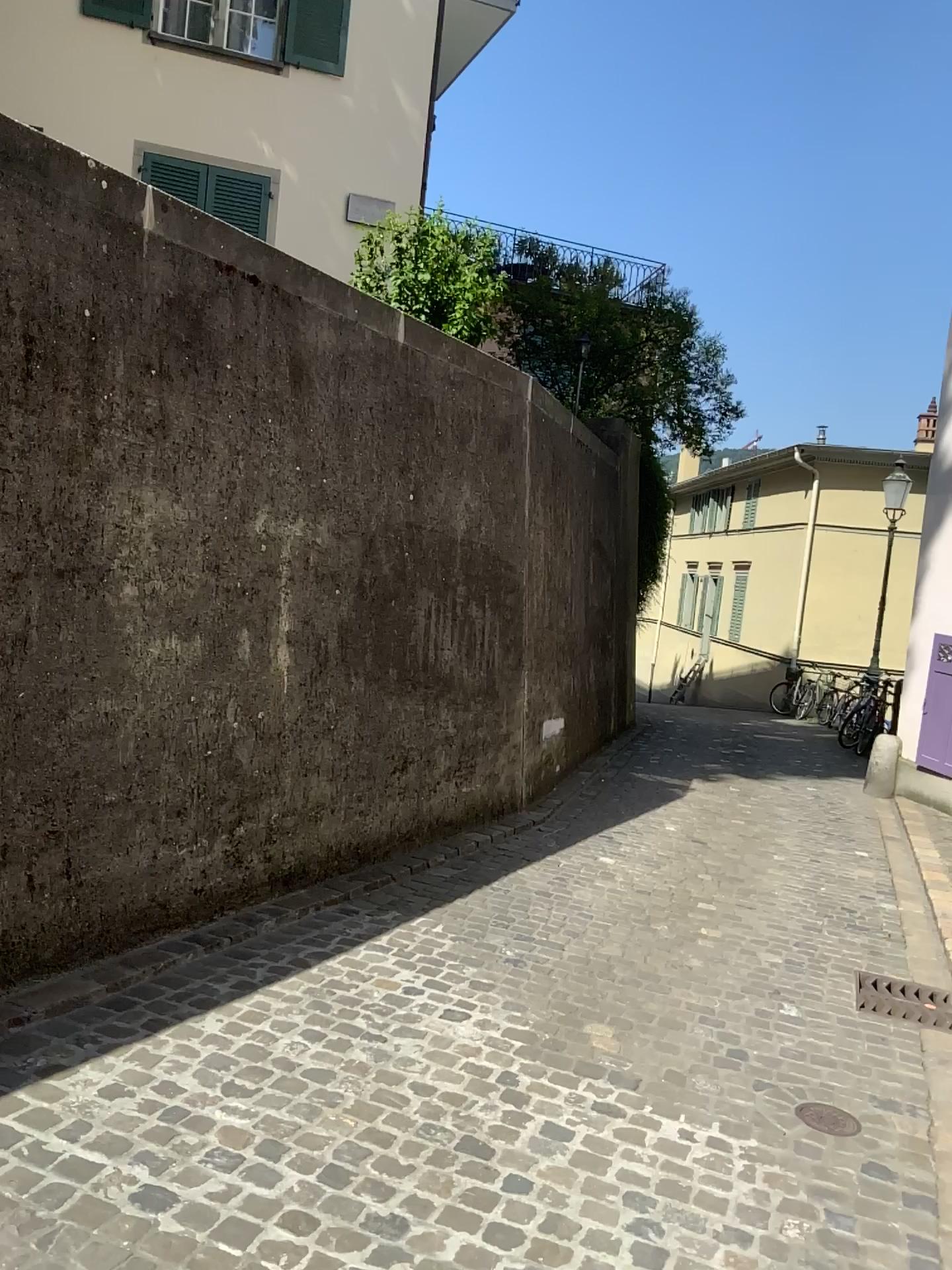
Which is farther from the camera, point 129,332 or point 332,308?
point 332,308
